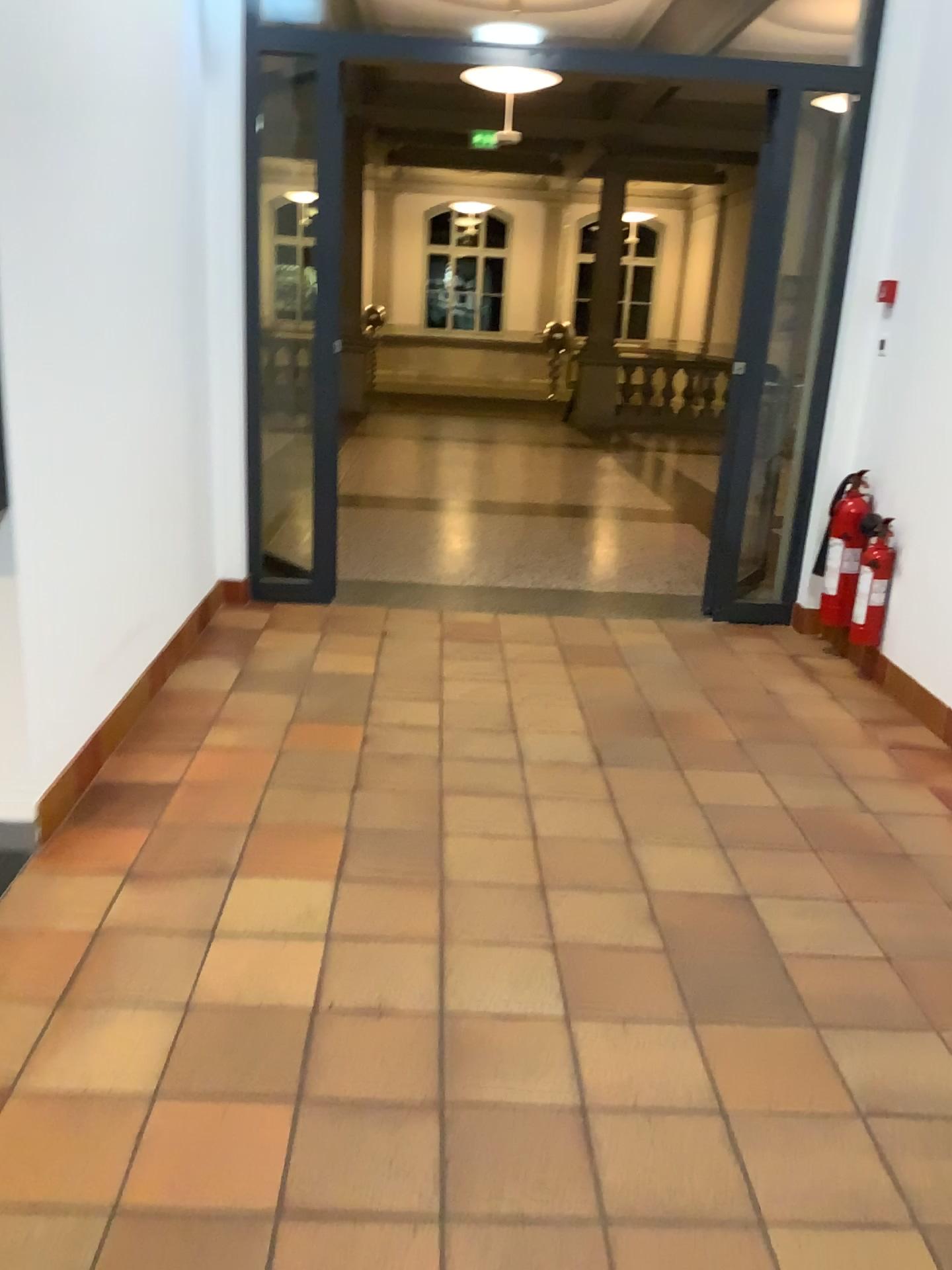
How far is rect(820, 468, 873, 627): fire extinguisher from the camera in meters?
4.3 m

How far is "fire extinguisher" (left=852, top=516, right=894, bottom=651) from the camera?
4.16m

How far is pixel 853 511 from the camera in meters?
4.3

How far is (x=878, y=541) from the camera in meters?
4.2 m

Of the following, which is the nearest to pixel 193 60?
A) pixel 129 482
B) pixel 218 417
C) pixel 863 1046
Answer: pixel 218 417
